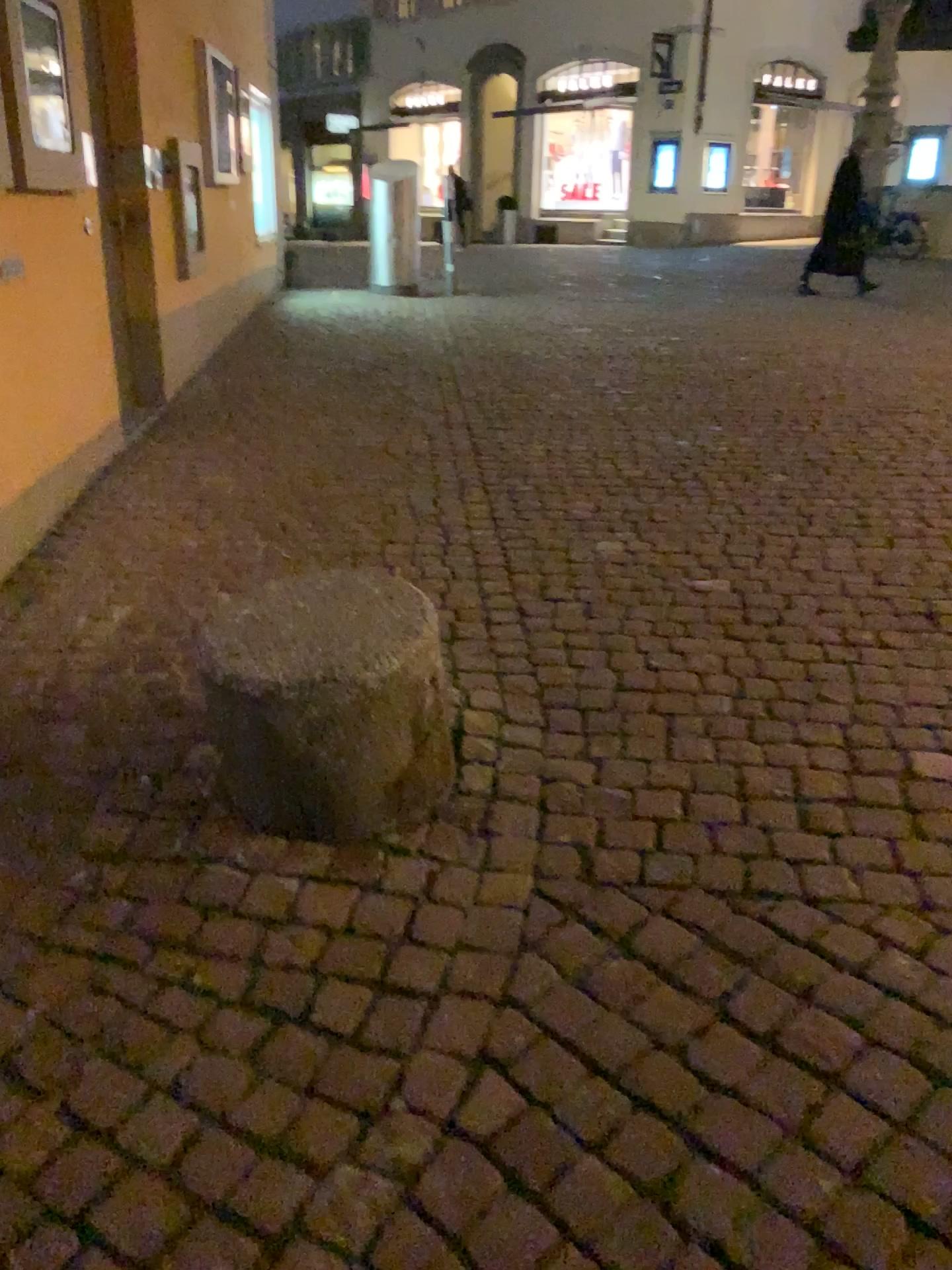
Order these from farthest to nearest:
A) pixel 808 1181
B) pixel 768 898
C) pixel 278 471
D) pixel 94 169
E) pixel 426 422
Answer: pixel 426 422, pixel 278 471, pixel 94 169, pixel 768 898, pixel 808 1181
